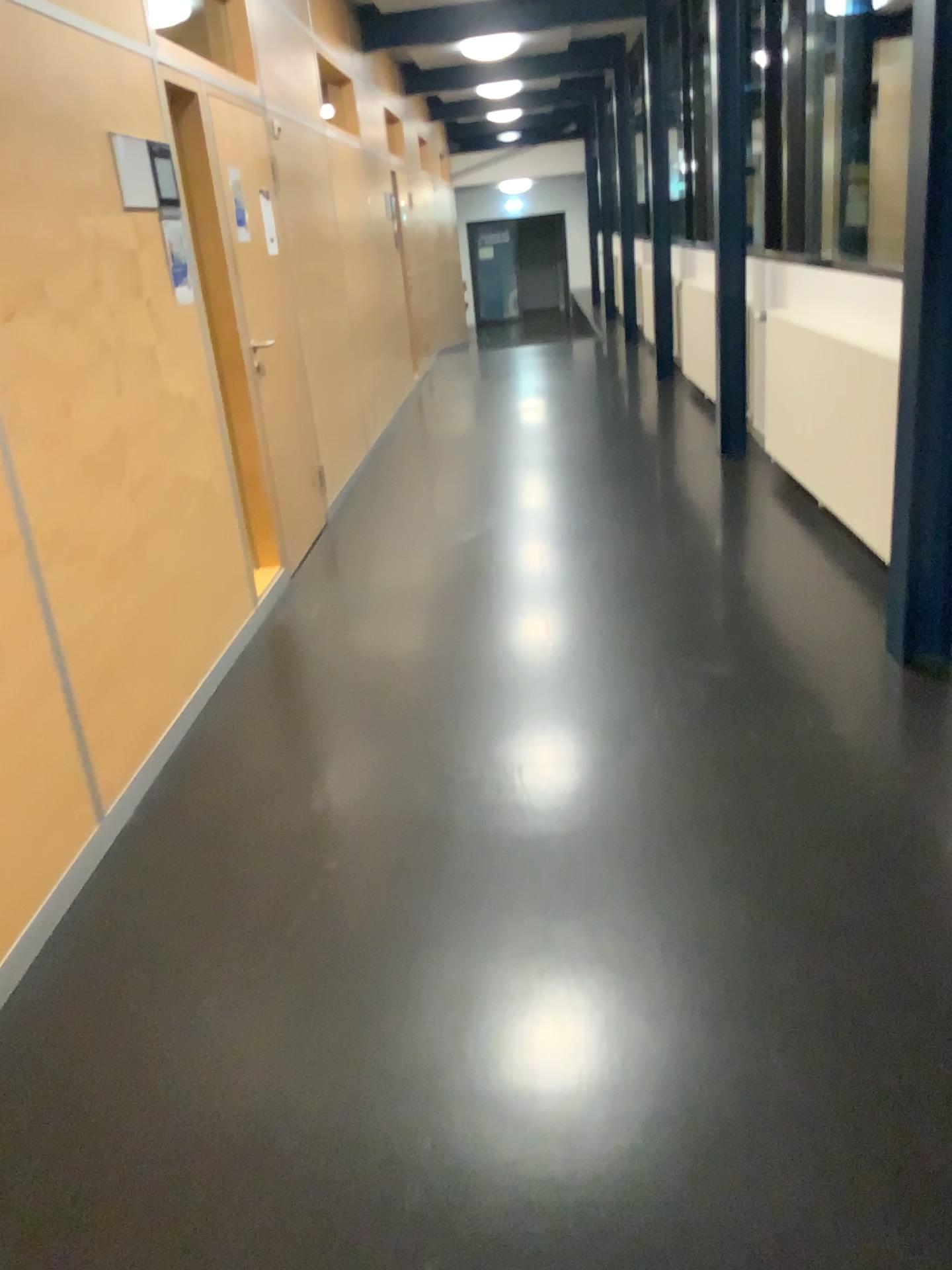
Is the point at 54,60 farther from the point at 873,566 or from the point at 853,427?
the point at 873,566
